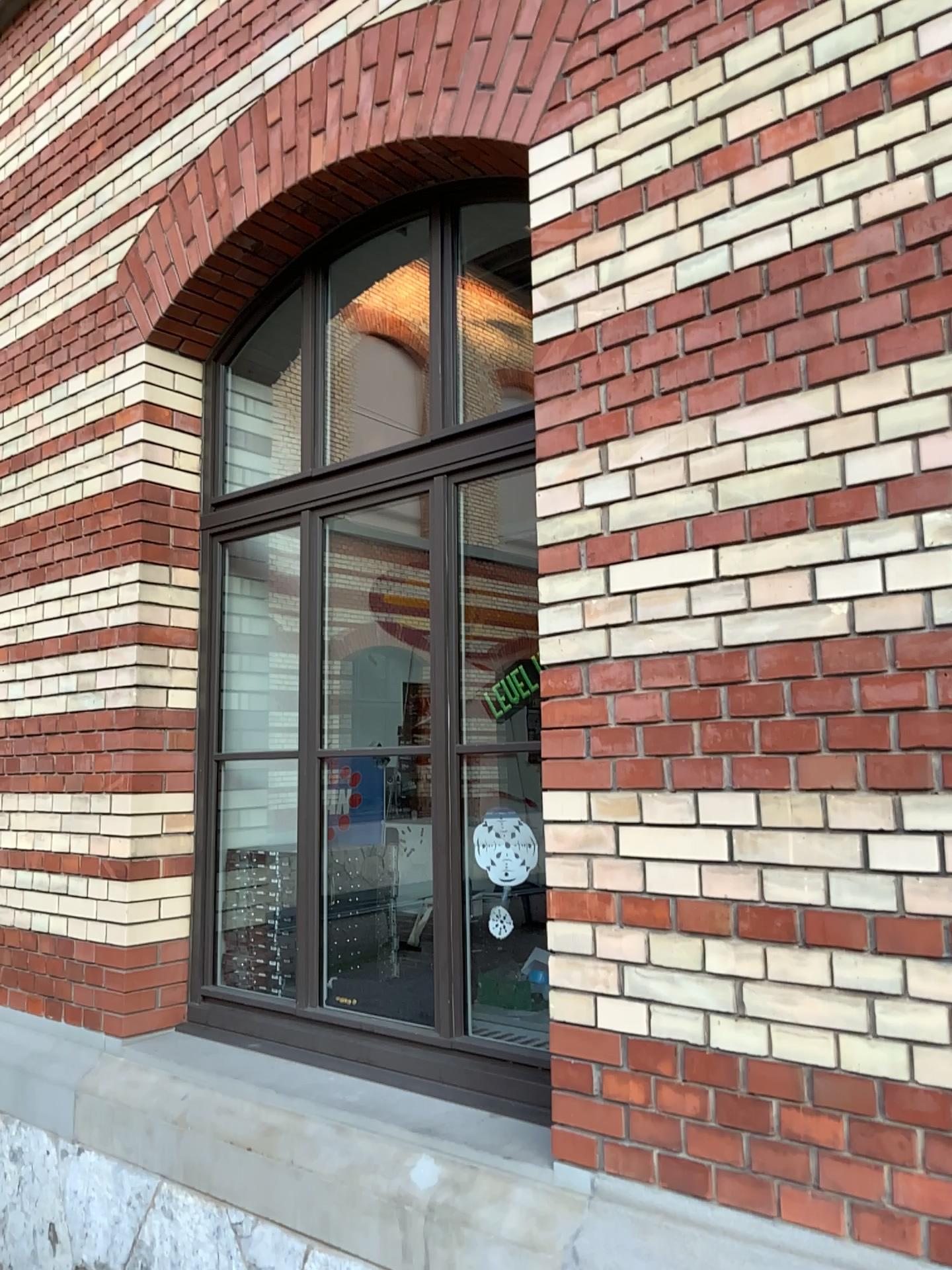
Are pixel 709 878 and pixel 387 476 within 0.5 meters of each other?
no
